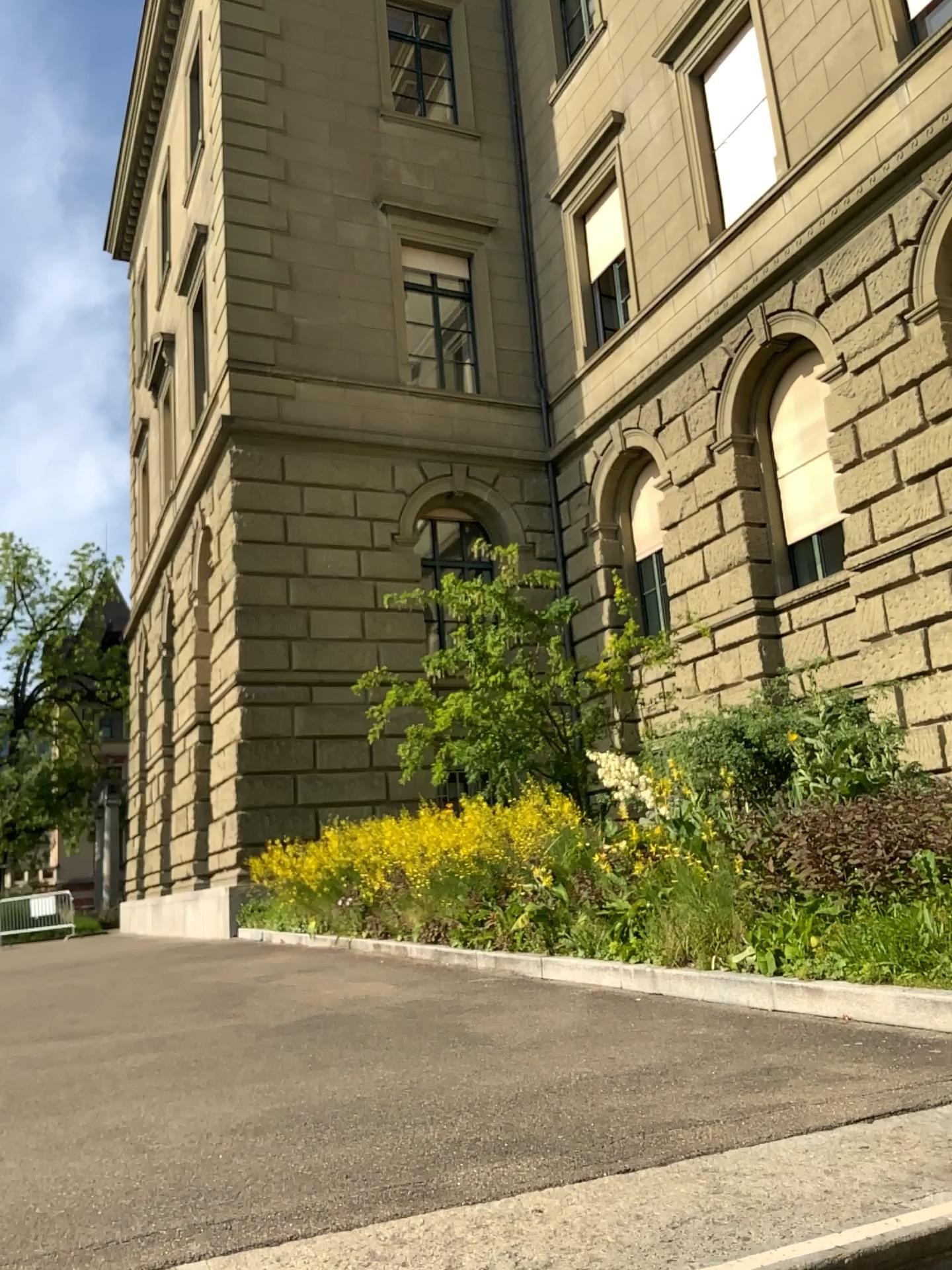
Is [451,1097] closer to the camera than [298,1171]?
No
